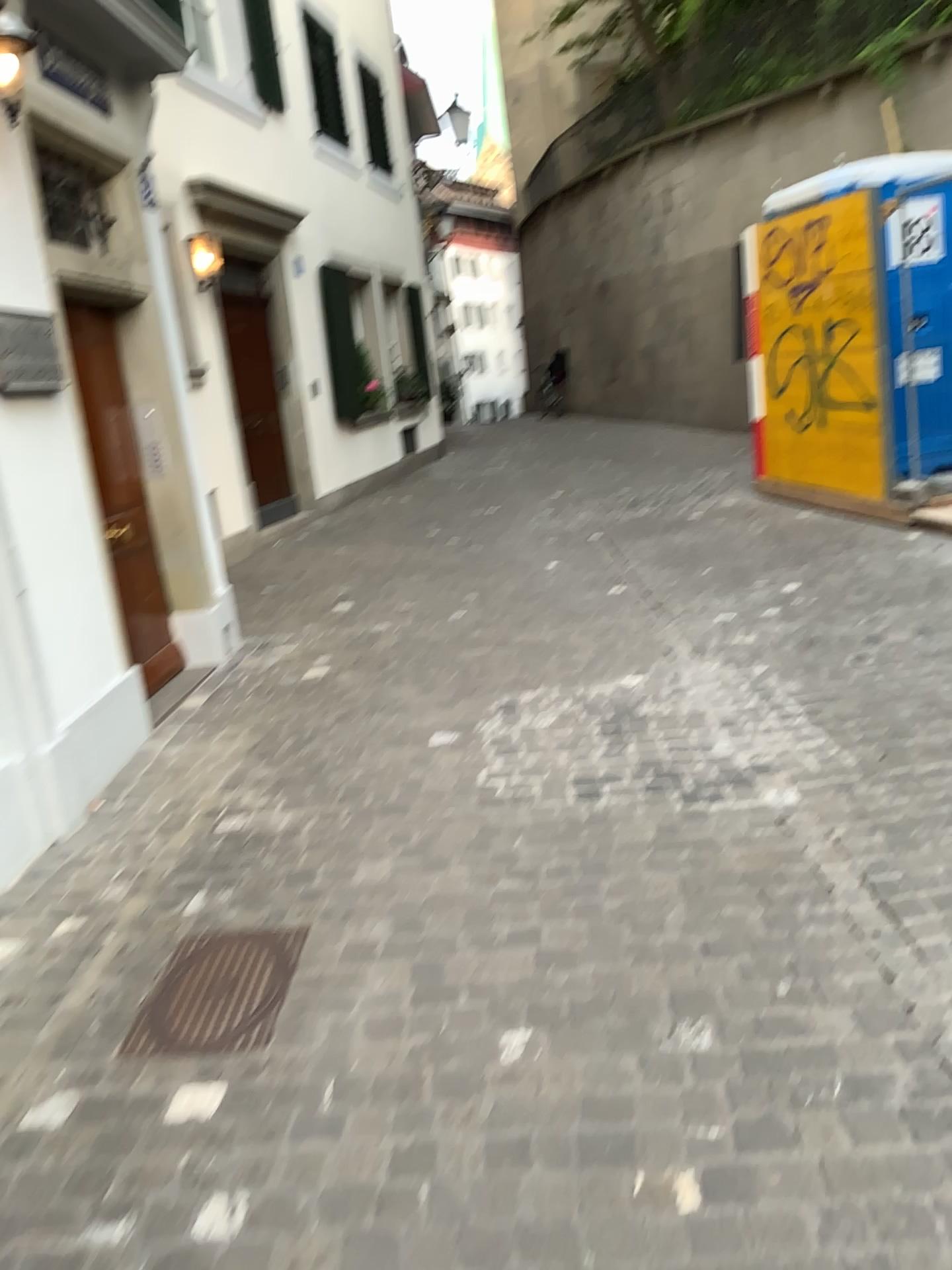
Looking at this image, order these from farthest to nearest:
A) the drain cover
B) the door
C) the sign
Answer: the door → the sign → the drain cover

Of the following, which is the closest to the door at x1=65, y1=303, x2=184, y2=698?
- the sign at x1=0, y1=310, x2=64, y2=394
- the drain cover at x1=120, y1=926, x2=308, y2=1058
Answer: the sign at x1=0, y1=310, x2=64, y2=394

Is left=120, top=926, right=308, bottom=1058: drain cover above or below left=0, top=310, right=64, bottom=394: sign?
below

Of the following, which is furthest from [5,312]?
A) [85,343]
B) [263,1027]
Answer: [263,1027]

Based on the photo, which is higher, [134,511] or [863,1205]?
[134,511]

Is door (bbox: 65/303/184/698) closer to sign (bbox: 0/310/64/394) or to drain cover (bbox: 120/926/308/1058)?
sign (bbox: 0/310/64/394)

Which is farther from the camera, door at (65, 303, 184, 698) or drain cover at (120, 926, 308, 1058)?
door at (65, 303, 184, 698)

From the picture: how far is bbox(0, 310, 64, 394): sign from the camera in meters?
3.6 m

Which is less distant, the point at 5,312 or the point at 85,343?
the point at 5,312

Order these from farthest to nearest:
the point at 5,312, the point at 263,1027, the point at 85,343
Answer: the point at 85,343 → the point at 5,312 → the point at 263,1027
